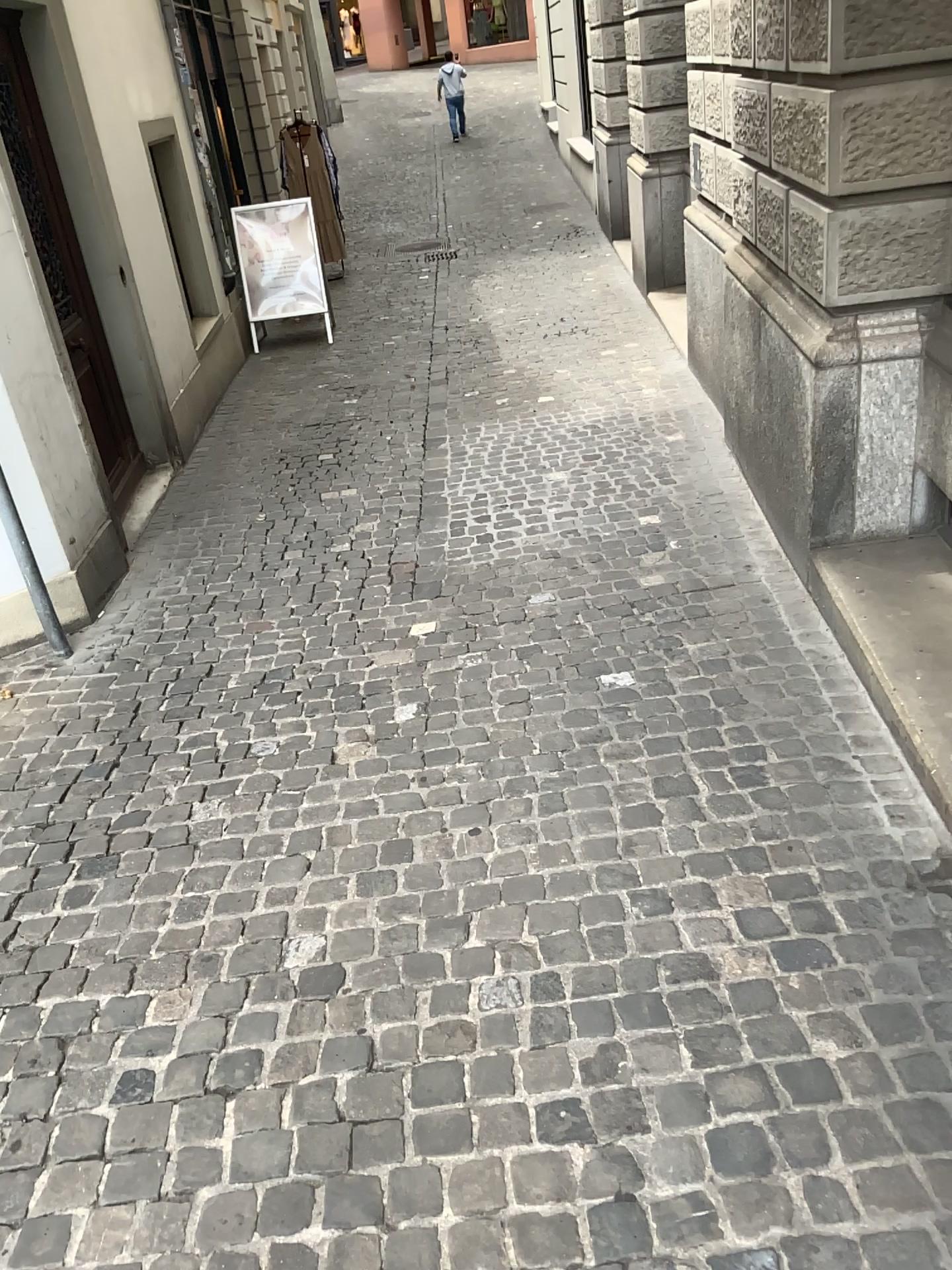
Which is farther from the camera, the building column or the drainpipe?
the drainpipe

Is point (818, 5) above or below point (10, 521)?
above

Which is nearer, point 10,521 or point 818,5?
point 818,5

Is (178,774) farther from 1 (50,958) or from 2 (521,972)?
2 (521,972)
